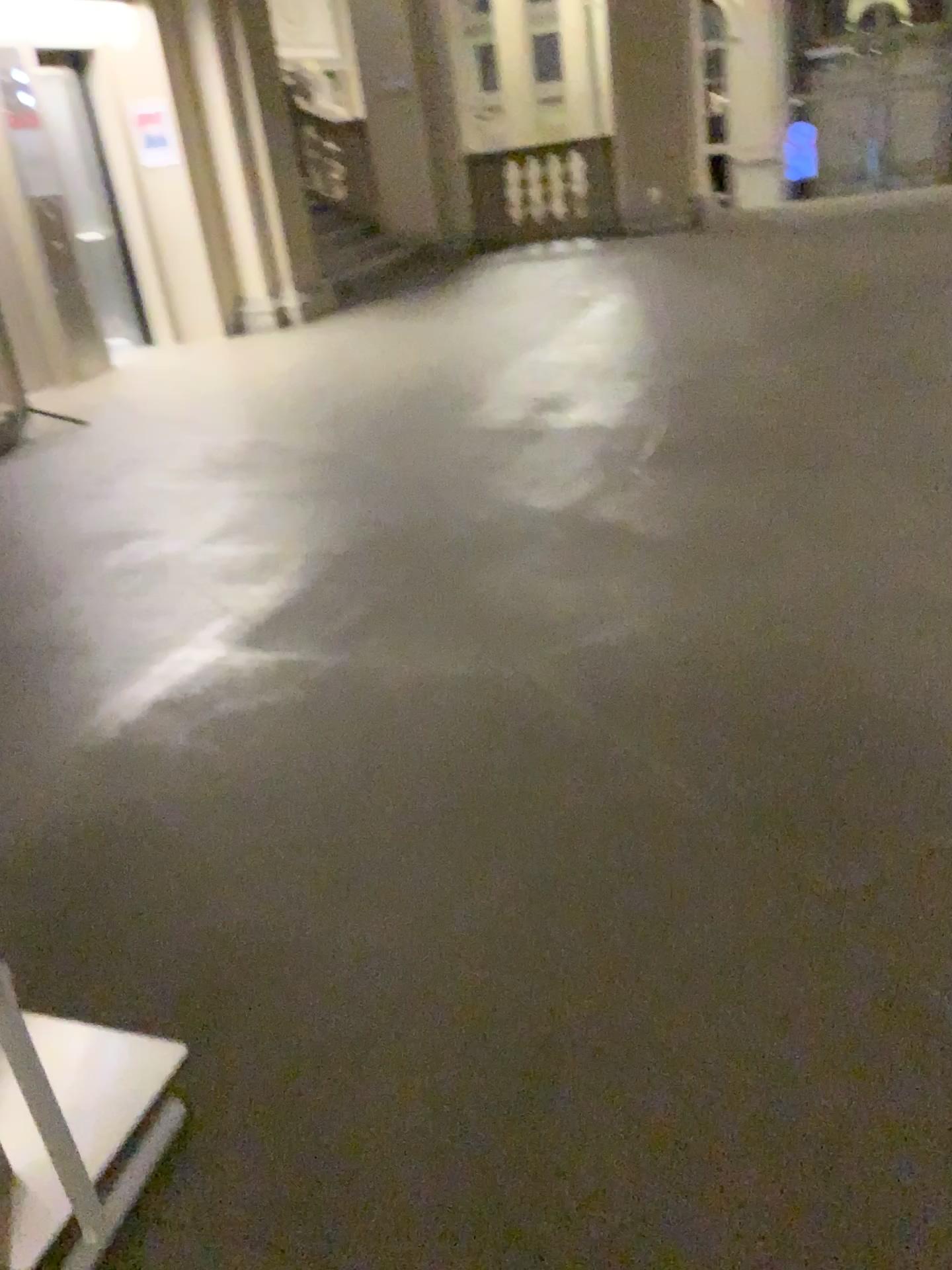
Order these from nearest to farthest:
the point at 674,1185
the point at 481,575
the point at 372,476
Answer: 1. the point at 674,1185
2. the point at 481,575
3. the point at 372,476
